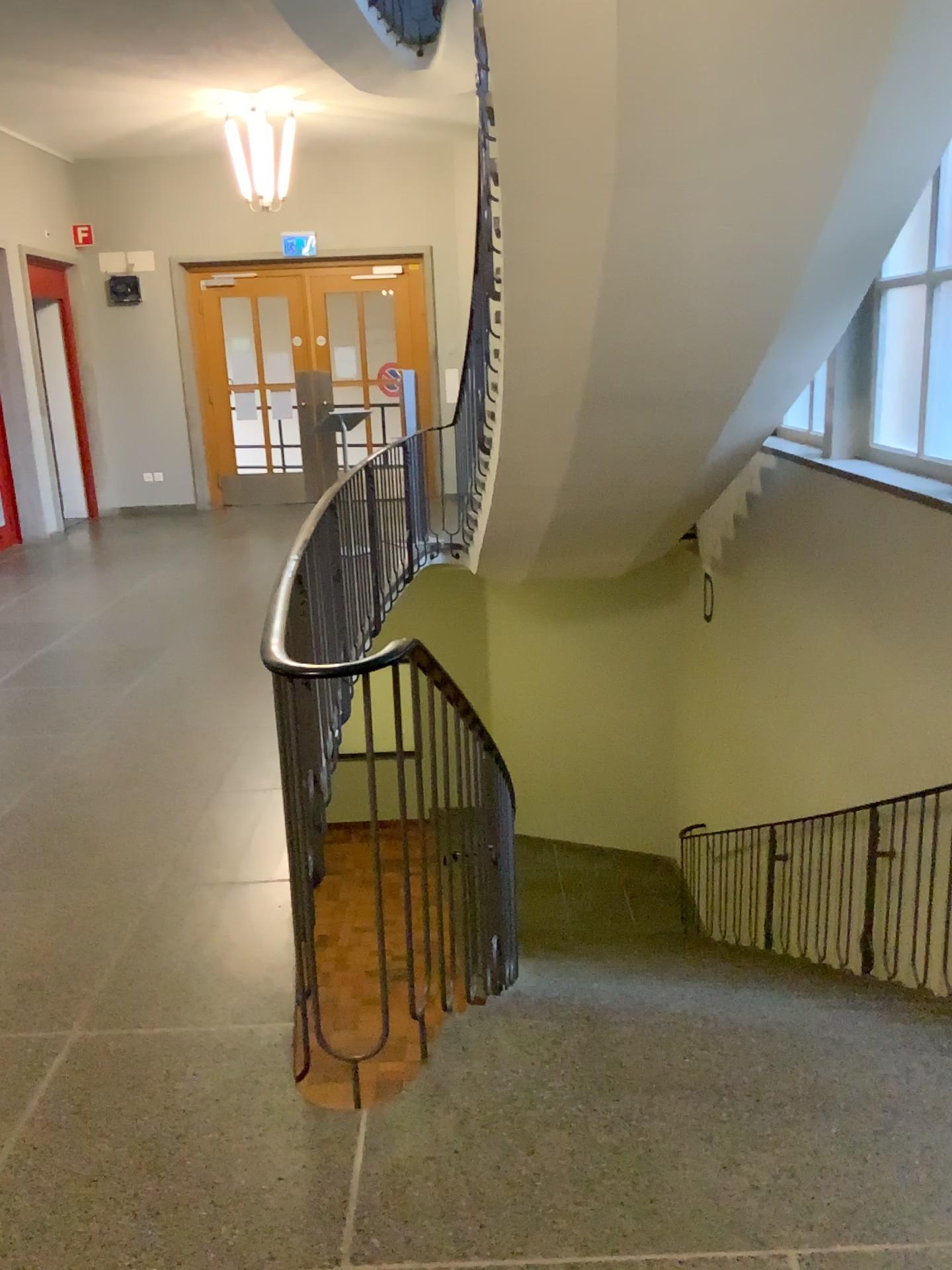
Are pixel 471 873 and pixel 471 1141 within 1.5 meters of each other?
yes
